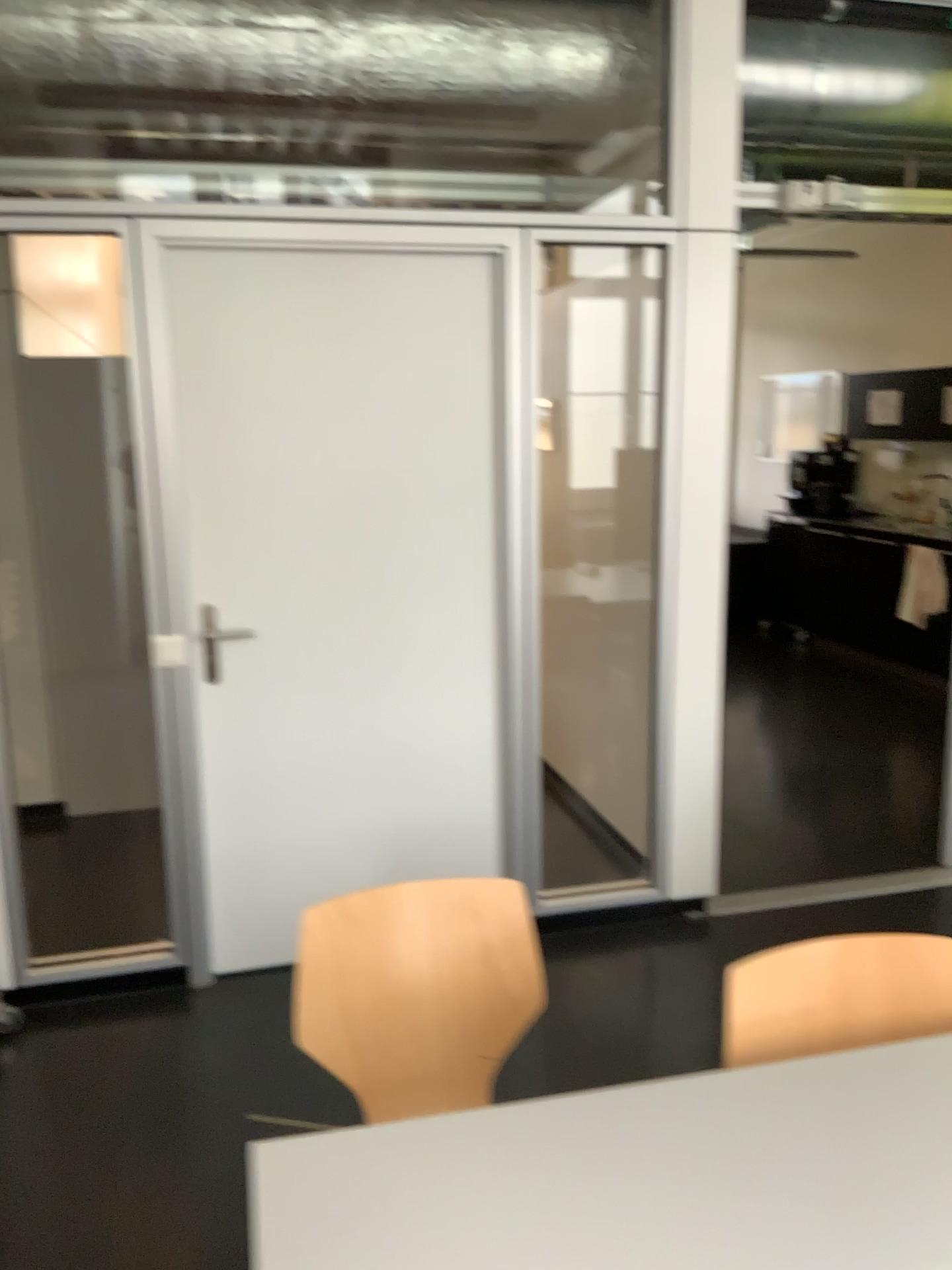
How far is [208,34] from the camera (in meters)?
2.86

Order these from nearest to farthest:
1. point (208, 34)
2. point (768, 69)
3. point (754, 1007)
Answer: point (754, 1007) < point (208, 34) < point (768, 69)

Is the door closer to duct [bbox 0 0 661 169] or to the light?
duct [bbox 0 0 661 169]

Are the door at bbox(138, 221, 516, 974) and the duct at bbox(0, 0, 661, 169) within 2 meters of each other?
yes

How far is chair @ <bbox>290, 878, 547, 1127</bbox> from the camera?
1.8 meters

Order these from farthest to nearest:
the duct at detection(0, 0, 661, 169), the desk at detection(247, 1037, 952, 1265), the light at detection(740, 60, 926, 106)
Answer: the light at detection(740, 60, 926, 106)
the duct at detection(0, 0, 661, 169)
the desk at detection(247, 1037, 952, 1265)

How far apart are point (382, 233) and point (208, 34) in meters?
0.7

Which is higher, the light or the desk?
the light

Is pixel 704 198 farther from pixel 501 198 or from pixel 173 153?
pixel 173 153

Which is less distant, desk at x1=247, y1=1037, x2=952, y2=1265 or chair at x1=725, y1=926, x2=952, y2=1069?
desk at x1=247, y1=1037, x2=952, y2=1265
